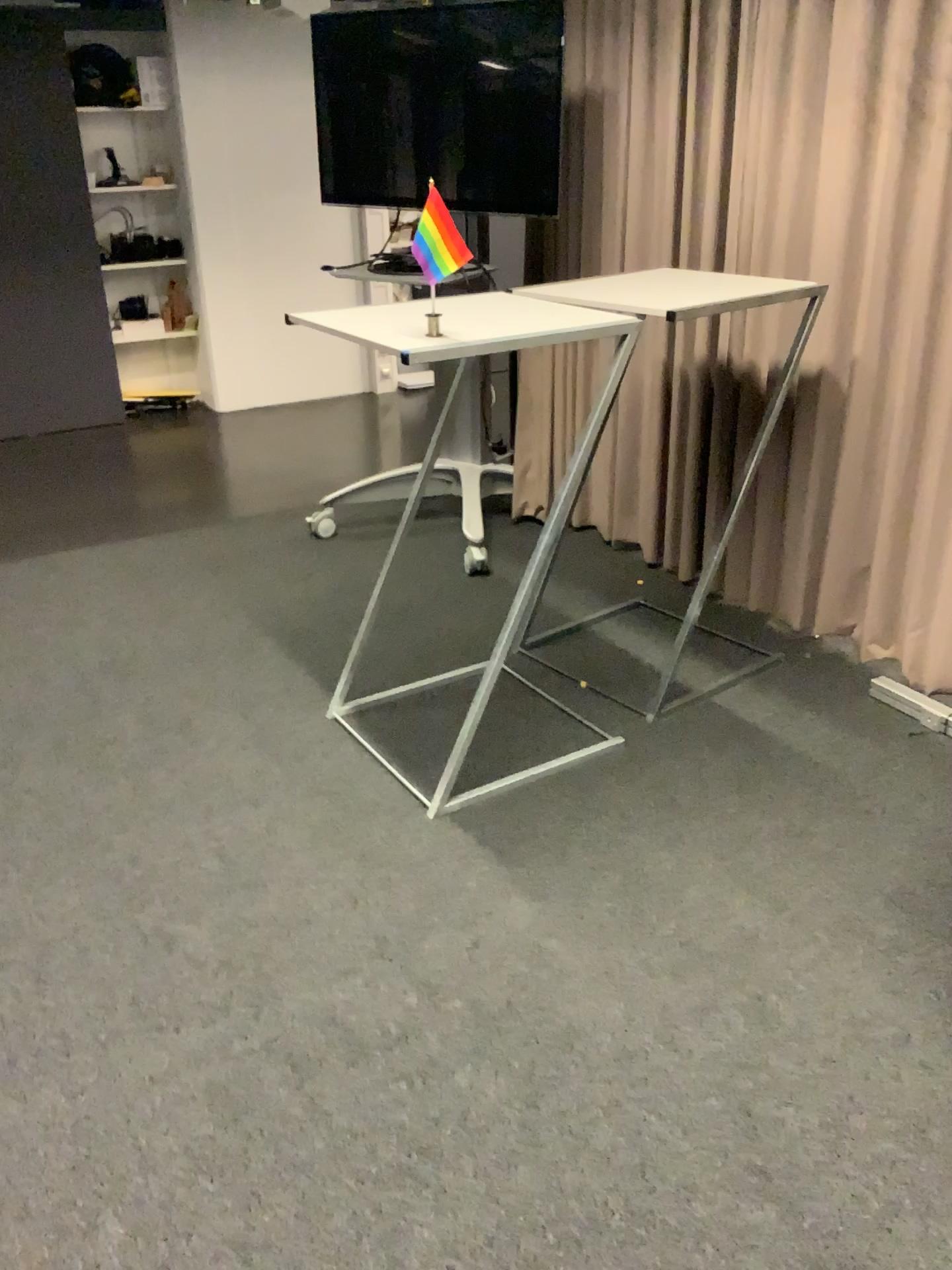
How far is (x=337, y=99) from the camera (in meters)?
3.96
